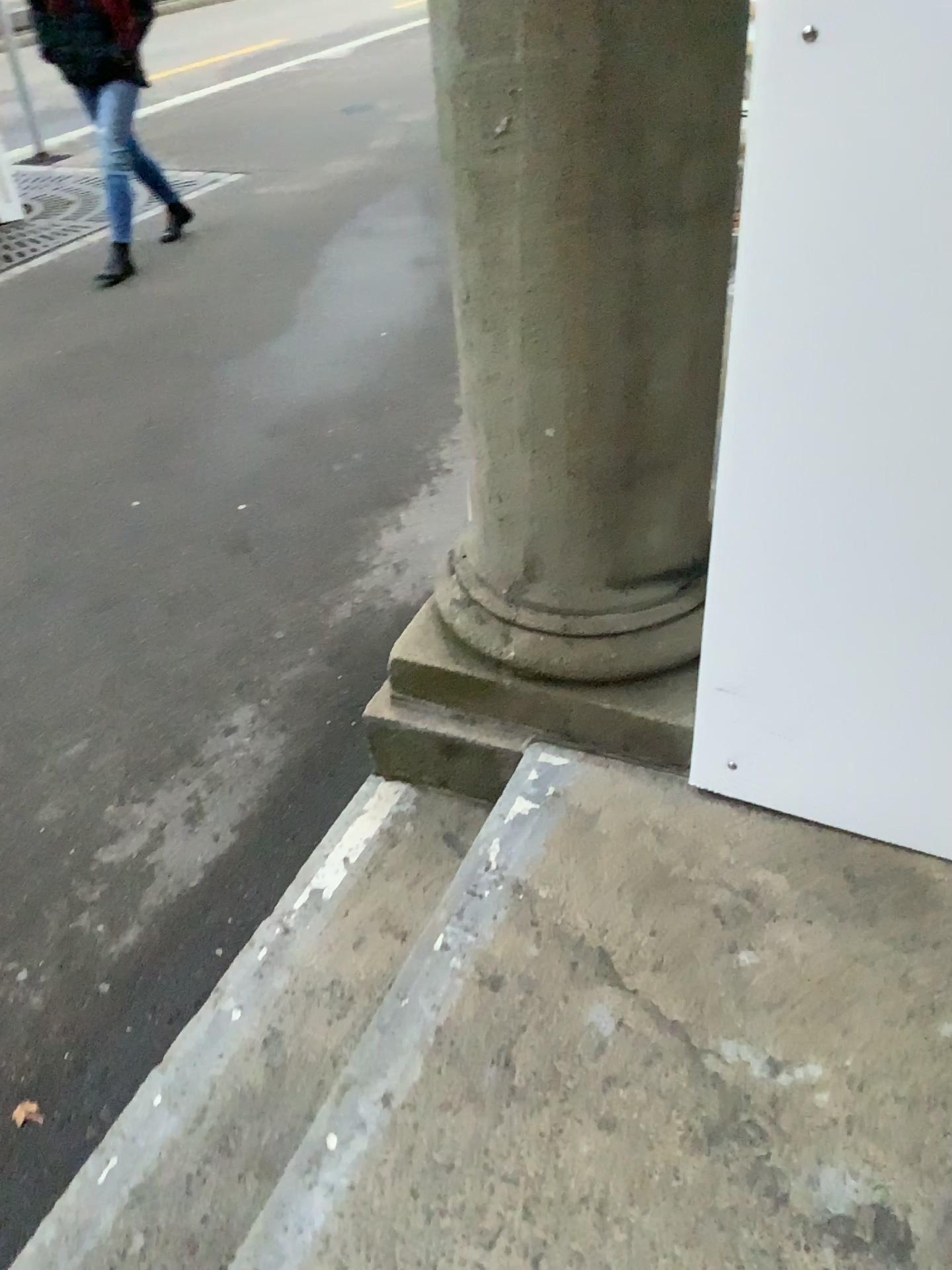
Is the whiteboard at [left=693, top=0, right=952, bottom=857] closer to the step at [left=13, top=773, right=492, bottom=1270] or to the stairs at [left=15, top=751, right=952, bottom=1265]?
the stairs at [left=15, top=751, right=952, bottom=1265]

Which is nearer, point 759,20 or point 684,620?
point 759,20

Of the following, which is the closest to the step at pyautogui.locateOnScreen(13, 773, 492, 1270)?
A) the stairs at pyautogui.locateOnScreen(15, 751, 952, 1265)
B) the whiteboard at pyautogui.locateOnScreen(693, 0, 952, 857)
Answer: the stairs at pyautogui.locateOnScreen(15, 751, 952, 1265)

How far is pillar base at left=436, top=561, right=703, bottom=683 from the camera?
1.70m

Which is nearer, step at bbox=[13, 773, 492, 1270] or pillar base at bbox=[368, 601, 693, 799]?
step at bbox=[13, 773, 492, 1270]

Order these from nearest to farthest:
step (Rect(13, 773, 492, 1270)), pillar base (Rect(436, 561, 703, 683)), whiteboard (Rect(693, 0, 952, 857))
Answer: whiteboard (Rect(693, 0, 952, 857)) → step (Rect(13, 773, 492, 1270)) → pillar base (Rect(436, 561, 703, 683))

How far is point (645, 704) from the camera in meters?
1.7

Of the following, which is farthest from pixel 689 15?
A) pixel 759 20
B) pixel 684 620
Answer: pixel 684 620

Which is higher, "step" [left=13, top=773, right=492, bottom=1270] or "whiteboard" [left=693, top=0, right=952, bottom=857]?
"whiteboard" [left=693, top=0, right=952, bottom=857]

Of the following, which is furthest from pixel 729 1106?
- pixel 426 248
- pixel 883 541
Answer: pixel 426 248
